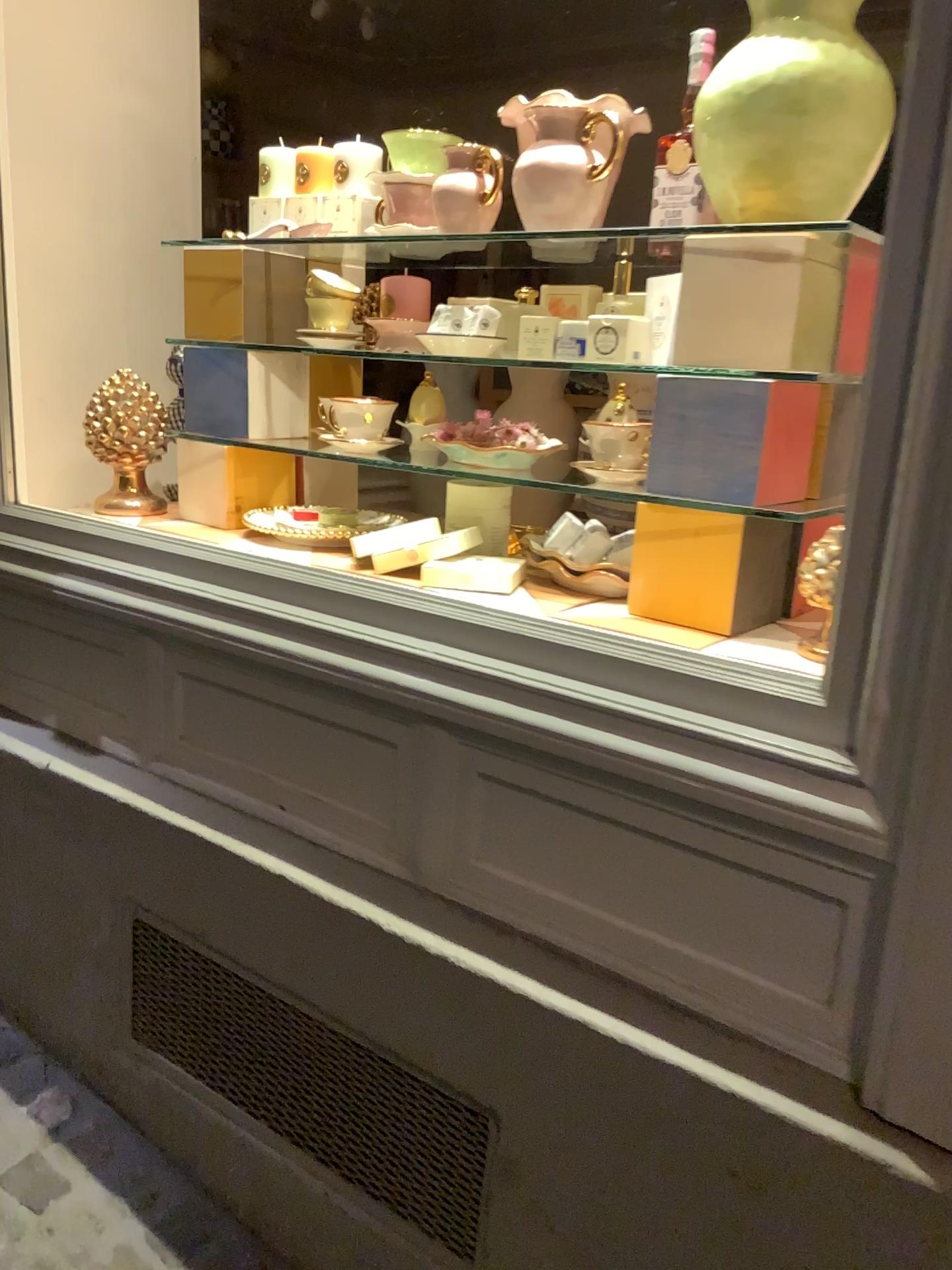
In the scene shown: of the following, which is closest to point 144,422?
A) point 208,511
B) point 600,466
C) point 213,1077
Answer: point 208,511

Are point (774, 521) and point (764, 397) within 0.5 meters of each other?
yes

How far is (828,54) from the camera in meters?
1.1 m

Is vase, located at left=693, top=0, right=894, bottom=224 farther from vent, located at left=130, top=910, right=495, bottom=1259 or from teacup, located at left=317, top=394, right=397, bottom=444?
vent, located at left=130, top=910, right=495, bottom=1259

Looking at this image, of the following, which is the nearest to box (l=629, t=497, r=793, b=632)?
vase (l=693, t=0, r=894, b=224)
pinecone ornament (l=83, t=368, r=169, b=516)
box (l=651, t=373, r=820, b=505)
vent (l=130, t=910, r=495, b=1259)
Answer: box (l=651, t=373, r=820, b=505)

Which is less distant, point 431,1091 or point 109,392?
point 431,1091

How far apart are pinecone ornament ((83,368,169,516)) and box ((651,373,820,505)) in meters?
1.0

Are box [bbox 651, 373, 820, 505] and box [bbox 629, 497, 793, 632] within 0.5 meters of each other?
yes

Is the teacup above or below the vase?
below

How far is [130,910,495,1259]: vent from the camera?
1.24m
